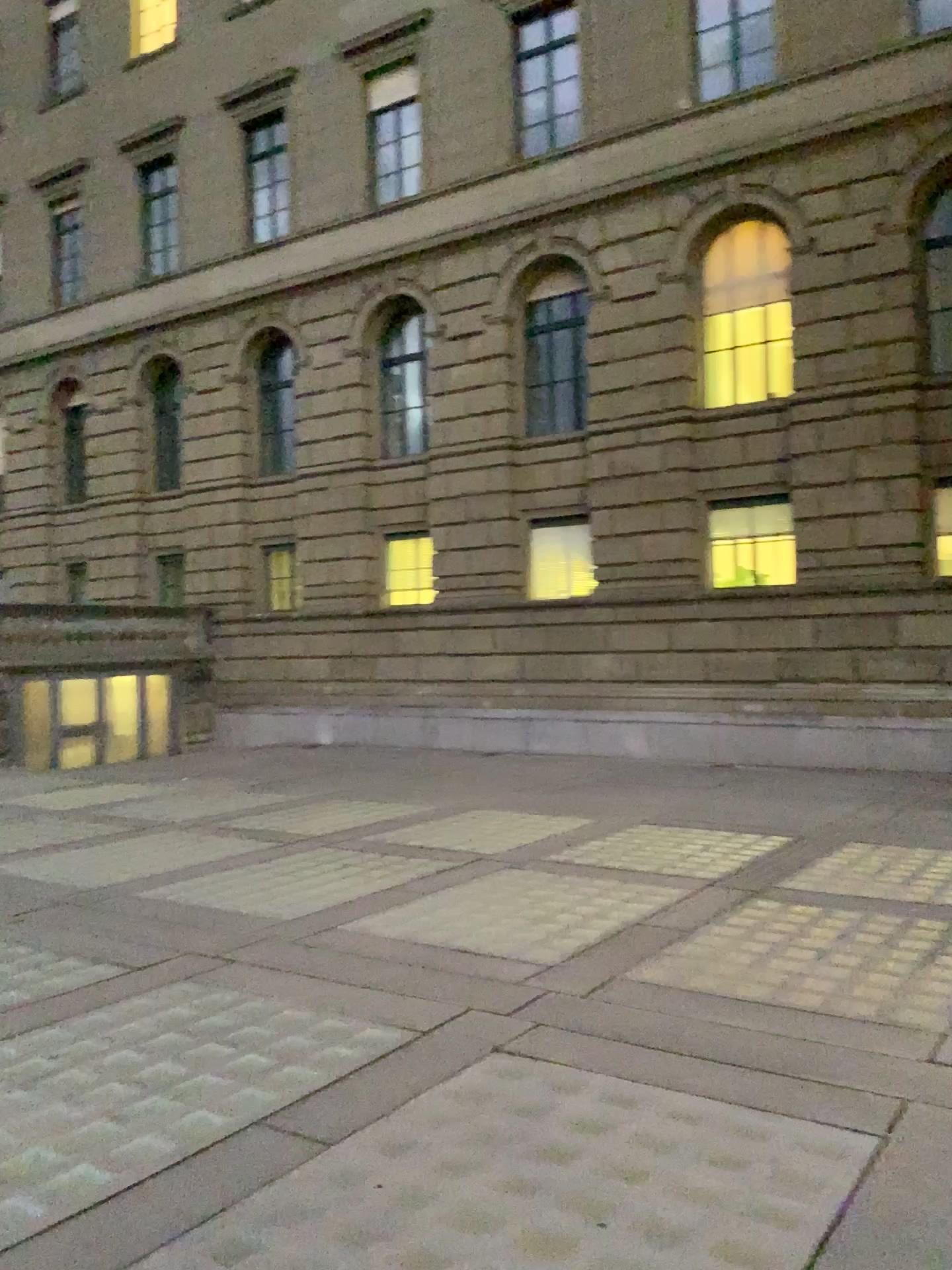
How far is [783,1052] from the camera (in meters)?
4.64
